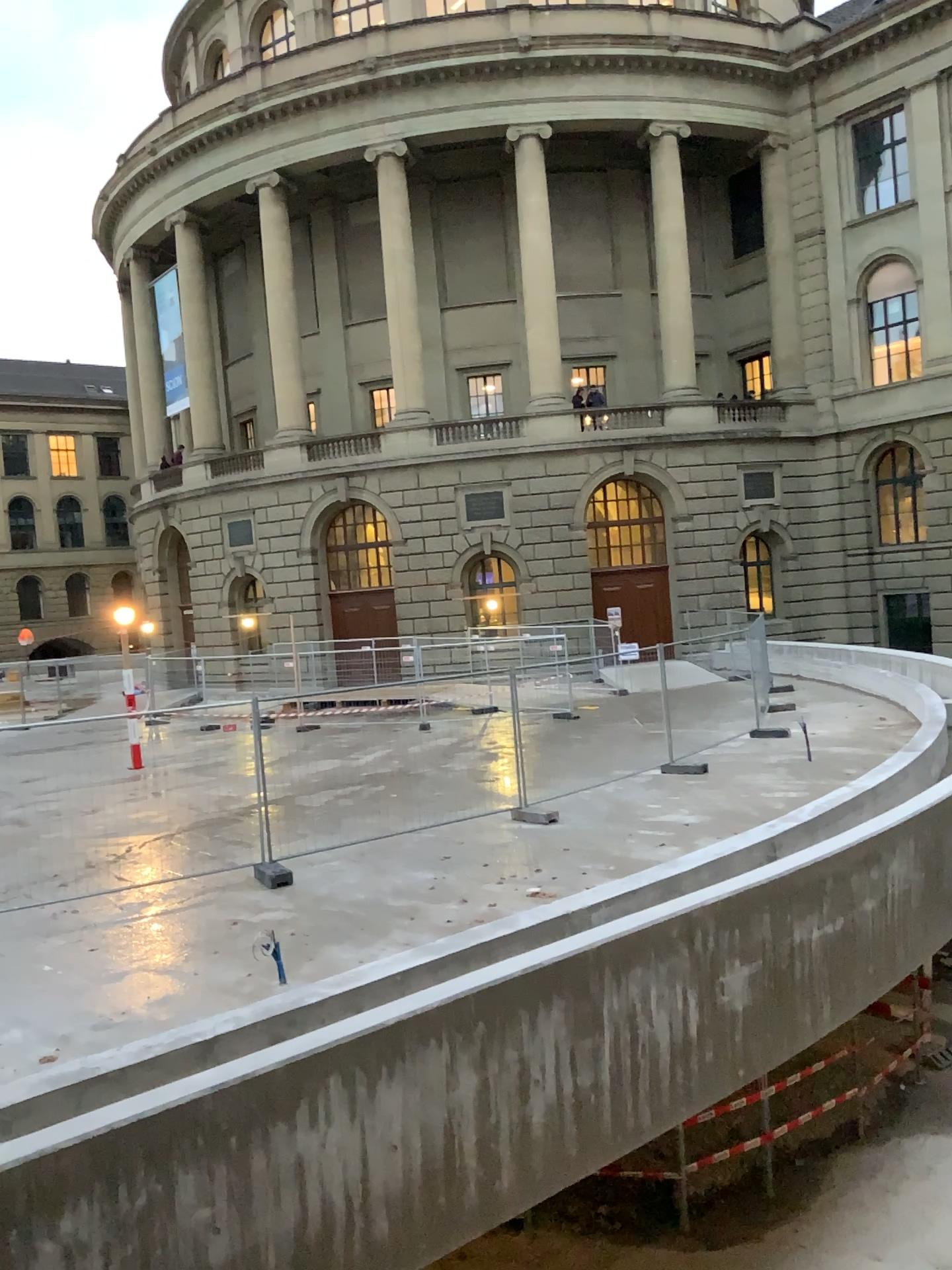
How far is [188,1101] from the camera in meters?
4.7
